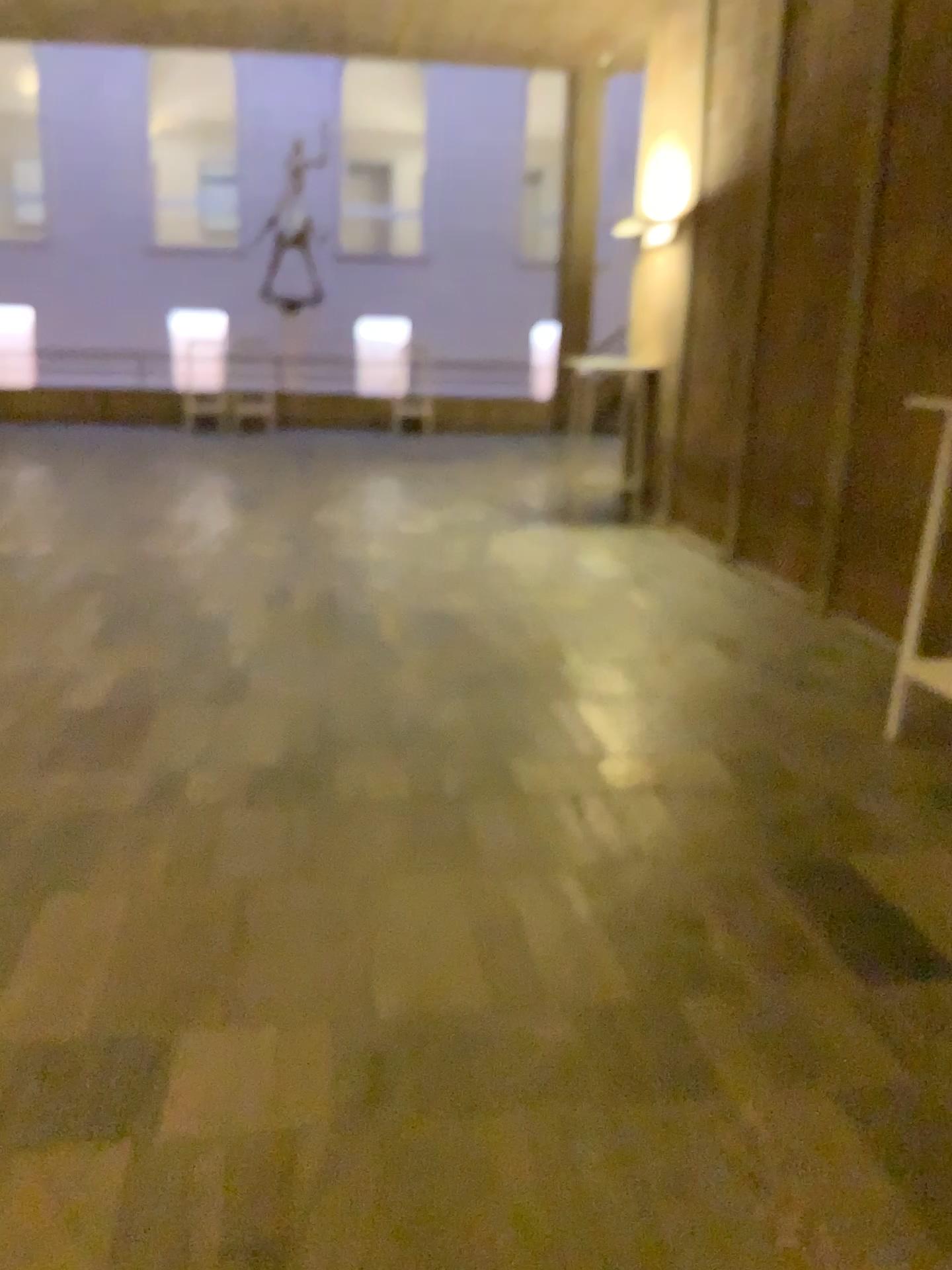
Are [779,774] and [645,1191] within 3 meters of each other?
yes
